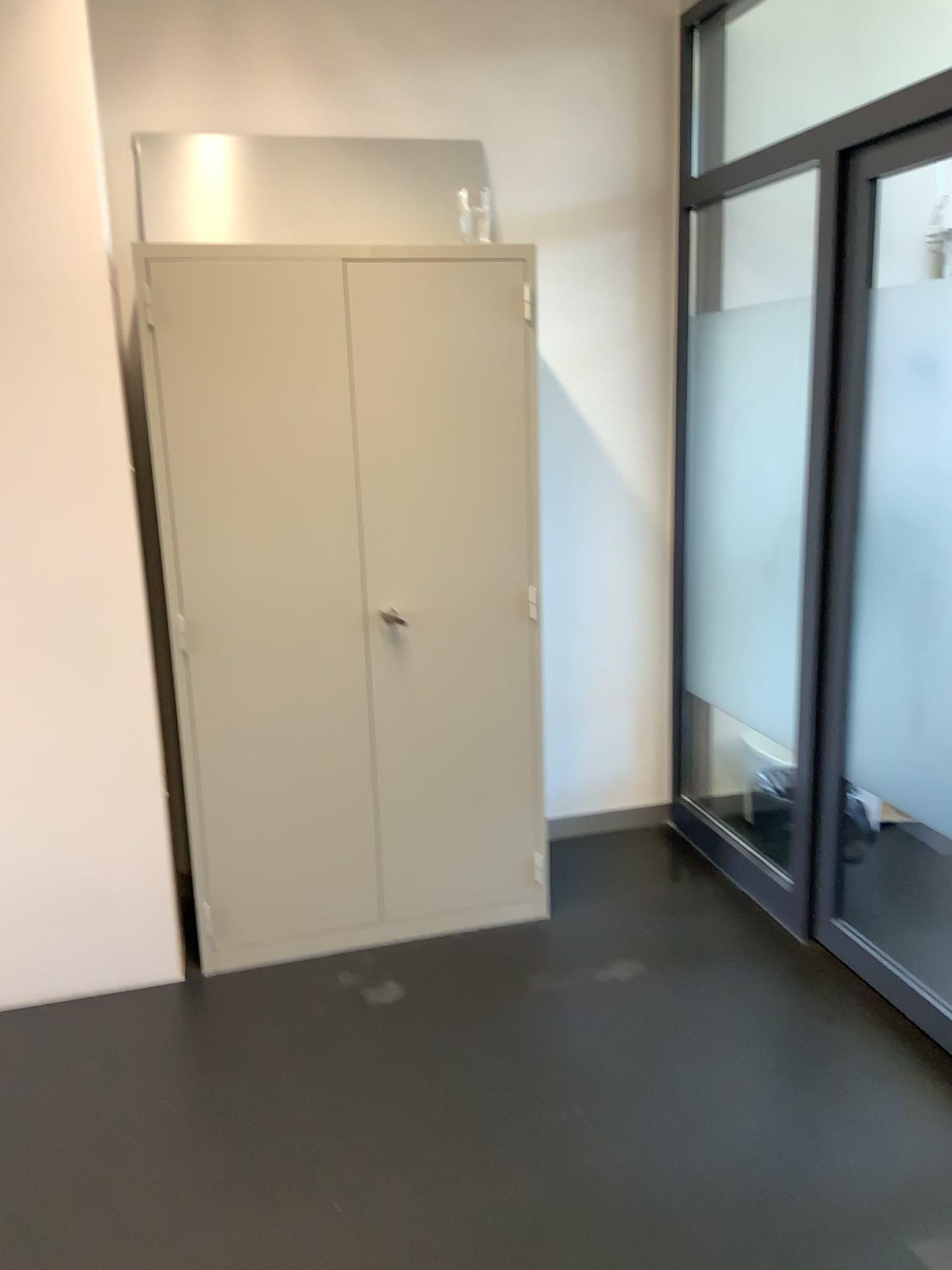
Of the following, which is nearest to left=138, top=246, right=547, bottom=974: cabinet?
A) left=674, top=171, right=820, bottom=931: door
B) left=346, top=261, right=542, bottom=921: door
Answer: left=346, top=261, right=542, bottom=921: door

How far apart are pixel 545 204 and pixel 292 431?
1.2m

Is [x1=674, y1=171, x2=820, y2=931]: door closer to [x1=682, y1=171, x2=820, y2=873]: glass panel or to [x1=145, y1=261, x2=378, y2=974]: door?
[x1=682, y1=171, x2=820, y2=873]: glass panel

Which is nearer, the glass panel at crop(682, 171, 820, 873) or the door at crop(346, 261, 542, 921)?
Result: the door at crop(346, 261, 542, 921)

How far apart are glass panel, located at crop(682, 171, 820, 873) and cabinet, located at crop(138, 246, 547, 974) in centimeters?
77cm

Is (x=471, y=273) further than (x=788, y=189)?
No

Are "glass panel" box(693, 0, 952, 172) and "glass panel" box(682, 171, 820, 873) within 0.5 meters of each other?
yes

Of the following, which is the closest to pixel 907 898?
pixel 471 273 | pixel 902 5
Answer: pixel 471 273

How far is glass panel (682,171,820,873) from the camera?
3.4m

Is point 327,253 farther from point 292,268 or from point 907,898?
point 907,898
